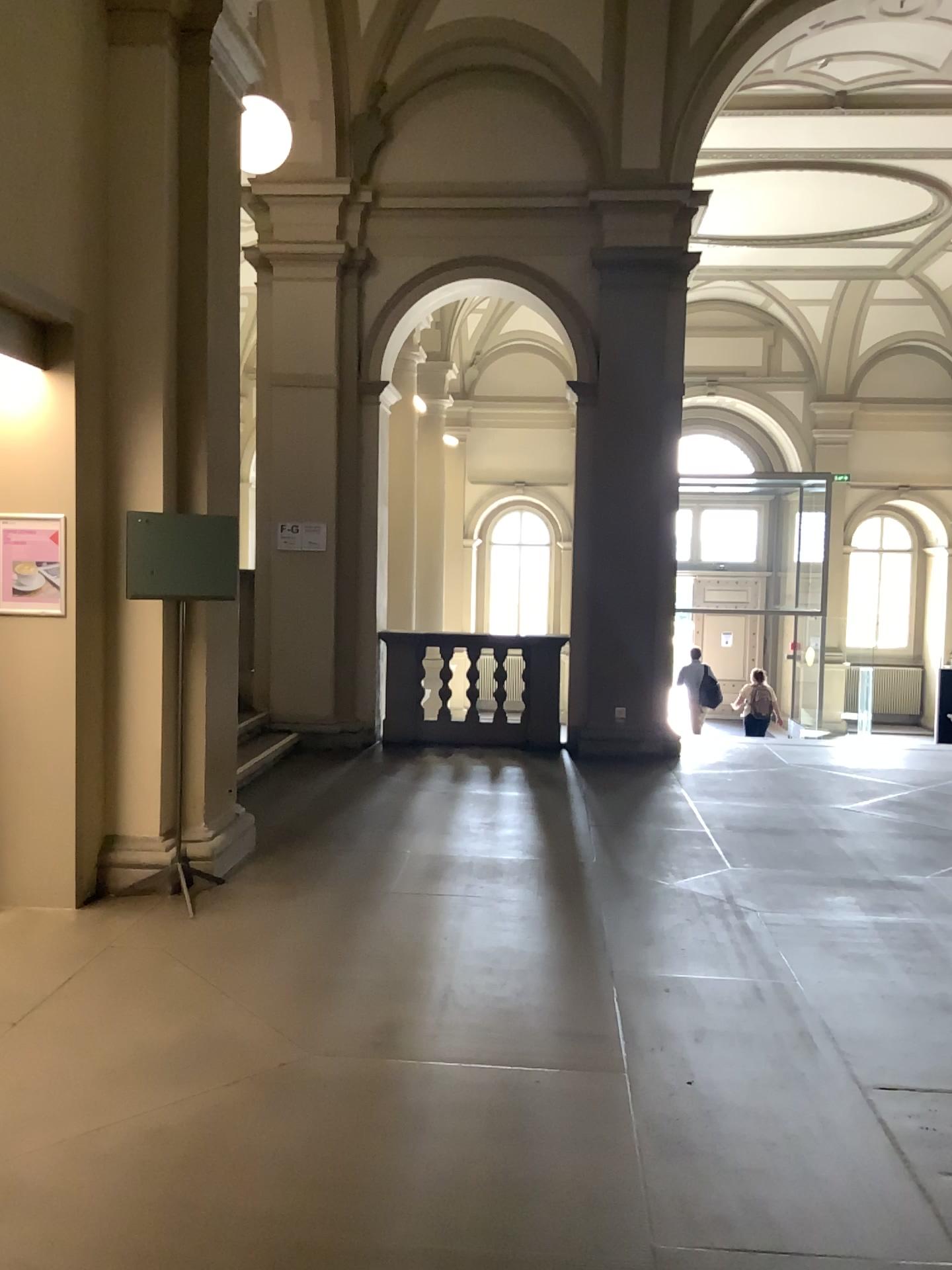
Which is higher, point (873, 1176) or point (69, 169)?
point (69, 169)
